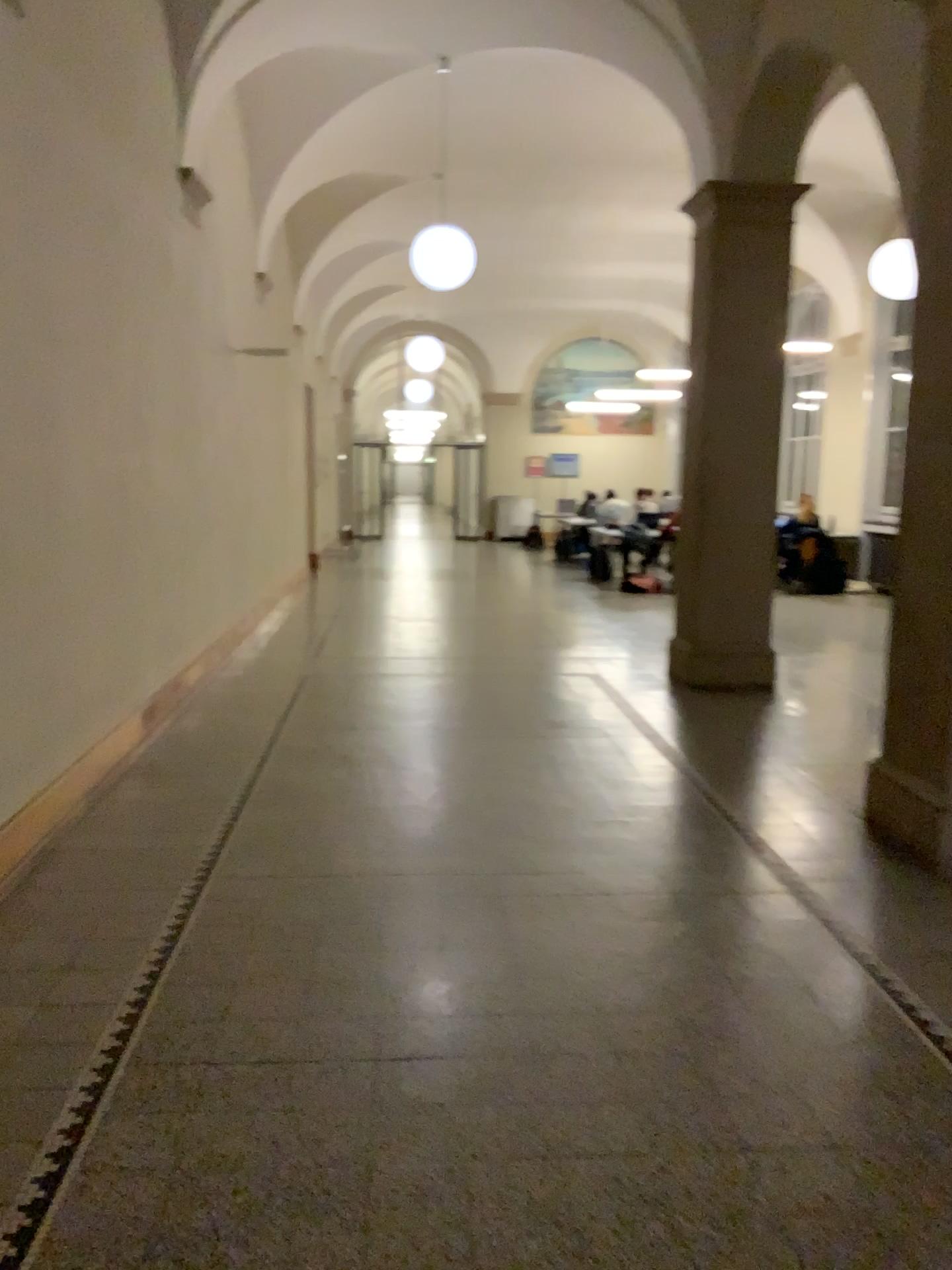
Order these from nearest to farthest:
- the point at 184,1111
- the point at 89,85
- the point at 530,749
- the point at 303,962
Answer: the point at 184,1111, the point at 303,962, the point at 89,85, the point at 530,749
